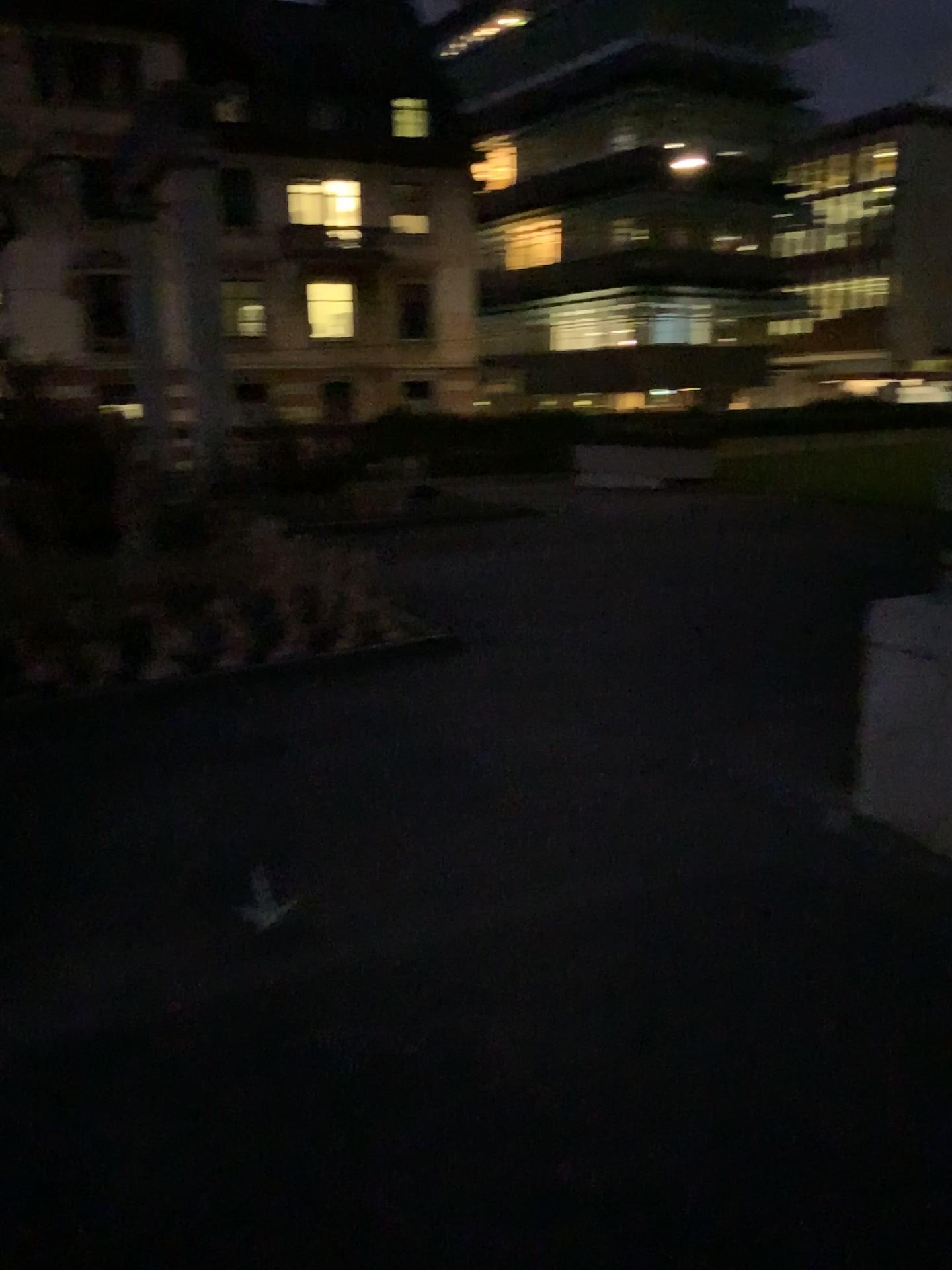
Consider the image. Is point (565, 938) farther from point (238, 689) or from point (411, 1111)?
point (238, 689)
